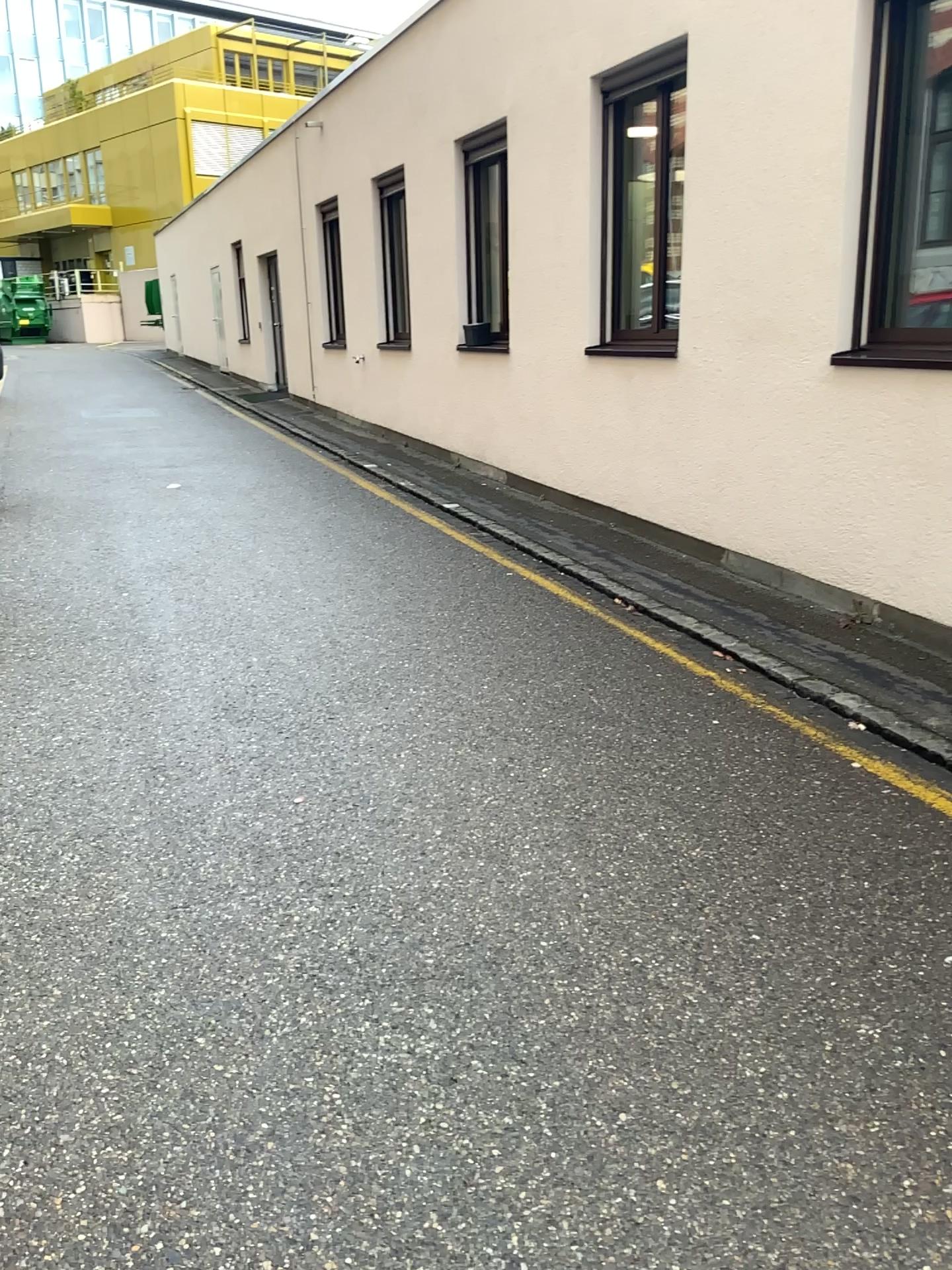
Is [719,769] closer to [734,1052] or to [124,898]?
[734,1052]
